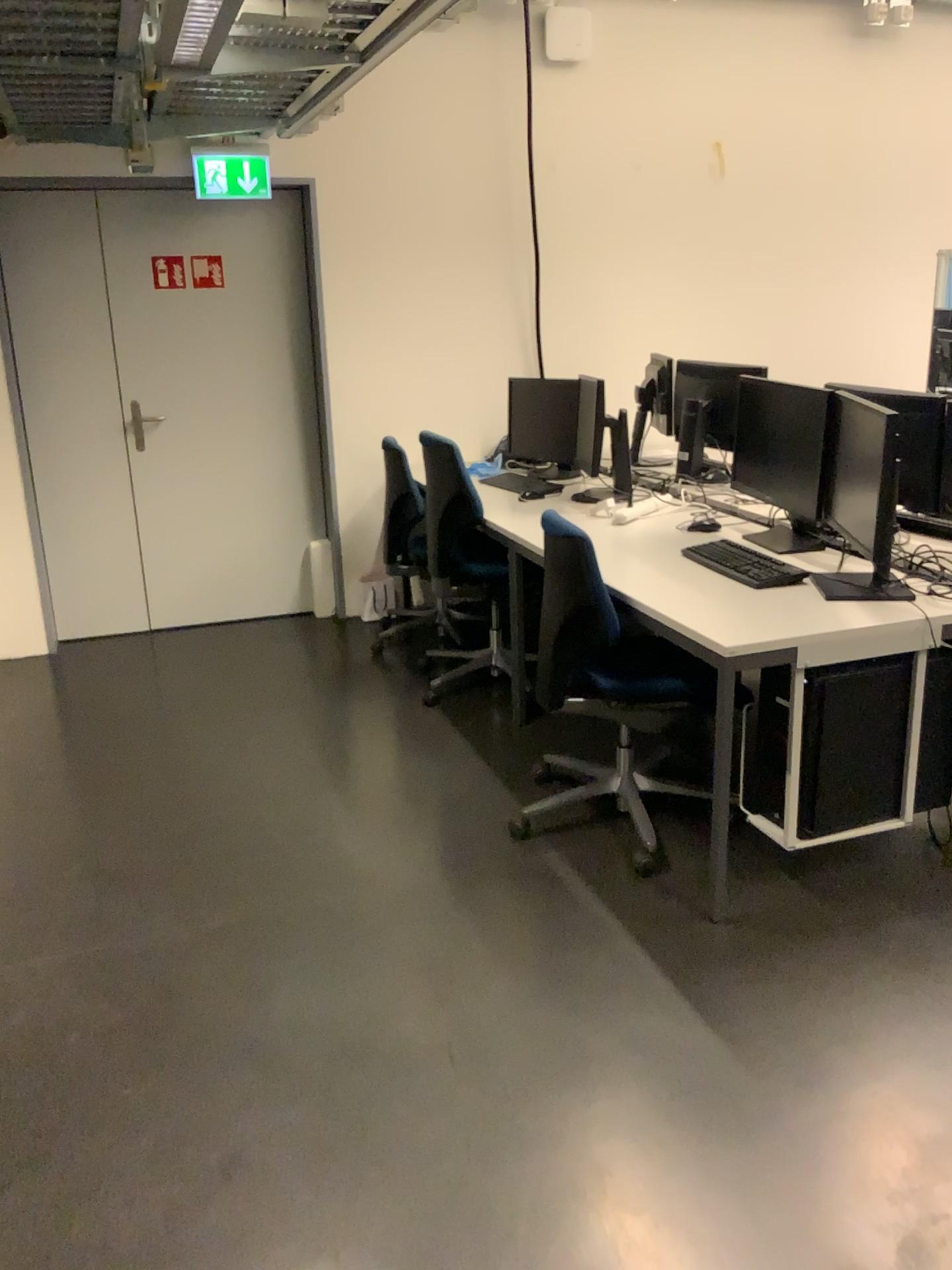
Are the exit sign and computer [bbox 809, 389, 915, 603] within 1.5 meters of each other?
no

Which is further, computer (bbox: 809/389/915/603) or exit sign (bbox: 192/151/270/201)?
exit sign (bbox: 192/151/270/201)

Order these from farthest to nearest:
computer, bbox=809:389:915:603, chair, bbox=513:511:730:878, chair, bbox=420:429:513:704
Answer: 1. chair, bbox=420:429:513:704
2. chair, bbox=513:511:730:878
3. computer, bbox=809:389:915:603

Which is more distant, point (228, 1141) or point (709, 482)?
point (709, 482)

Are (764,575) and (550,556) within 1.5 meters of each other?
yes

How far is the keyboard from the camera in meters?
3.0

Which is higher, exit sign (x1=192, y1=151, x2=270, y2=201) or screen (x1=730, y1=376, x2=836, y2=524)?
exit sign (x1=192, y1=151, x2=270, y2=201)

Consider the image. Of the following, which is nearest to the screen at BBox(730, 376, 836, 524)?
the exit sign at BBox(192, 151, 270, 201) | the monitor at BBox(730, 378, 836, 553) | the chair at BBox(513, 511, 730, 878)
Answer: the monitor at BBox(730, 378, 836, 553)

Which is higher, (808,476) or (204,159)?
(204,159)

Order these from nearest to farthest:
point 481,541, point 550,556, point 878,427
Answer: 1. point 878,427
2. point 550,556
3. point 481,541
